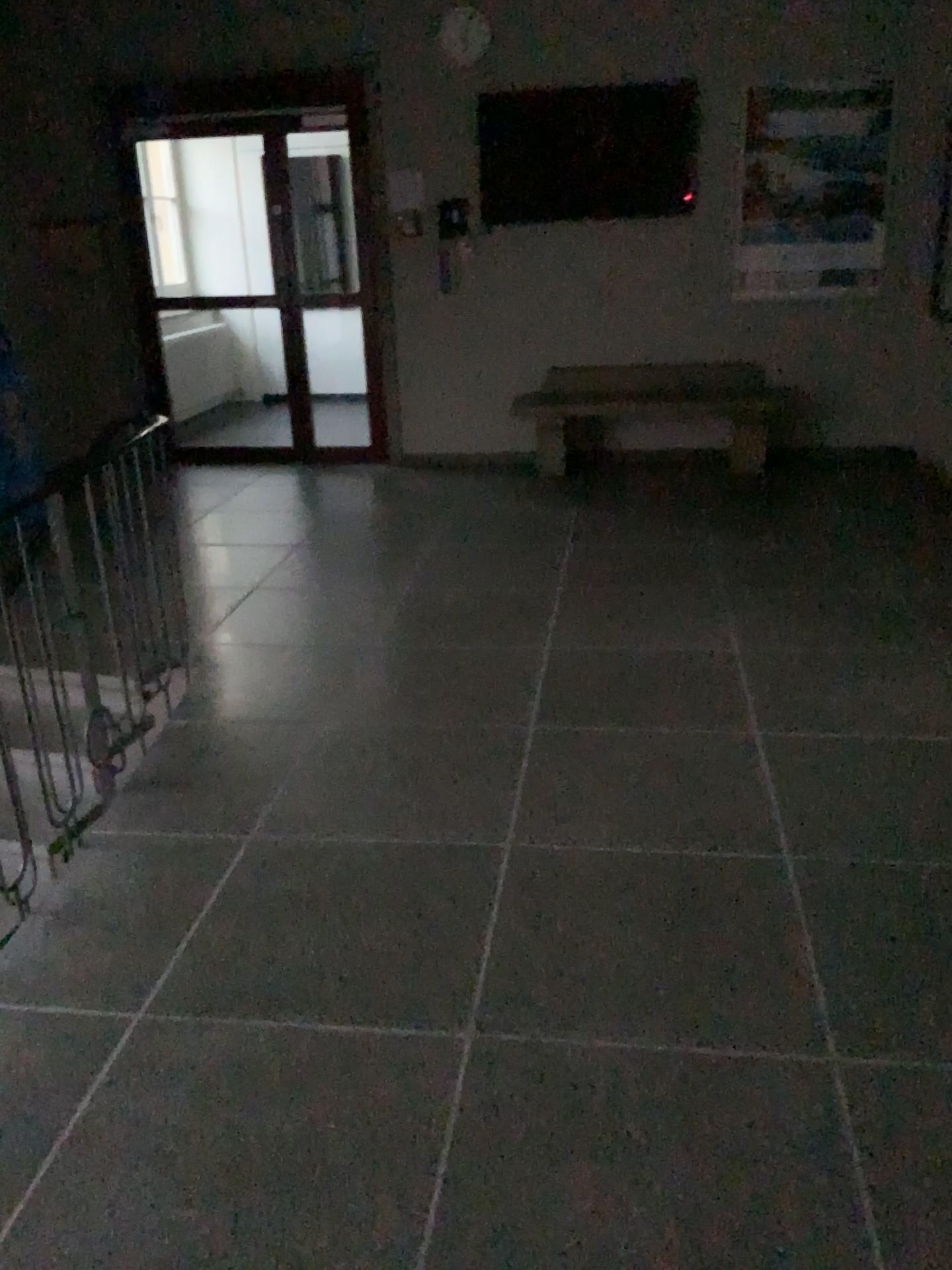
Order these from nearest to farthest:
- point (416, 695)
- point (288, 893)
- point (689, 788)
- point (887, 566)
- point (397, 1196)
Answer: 1. point (397, 1196)
2. point (288, 893)
3. point (689, 788)
4. point (416, 695)
5. point (887, 566)
